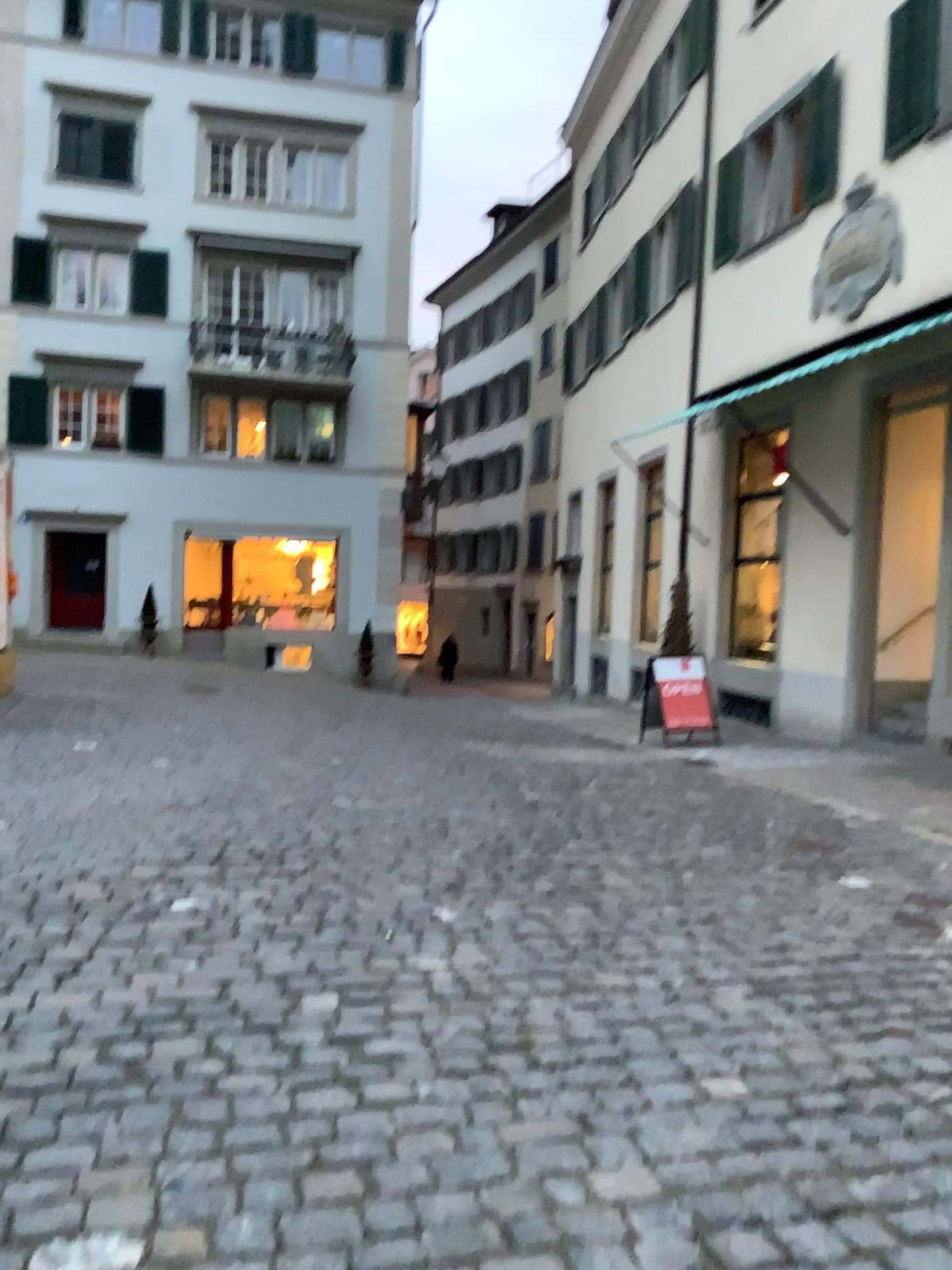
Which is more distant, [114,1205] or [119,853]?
[119,853]
